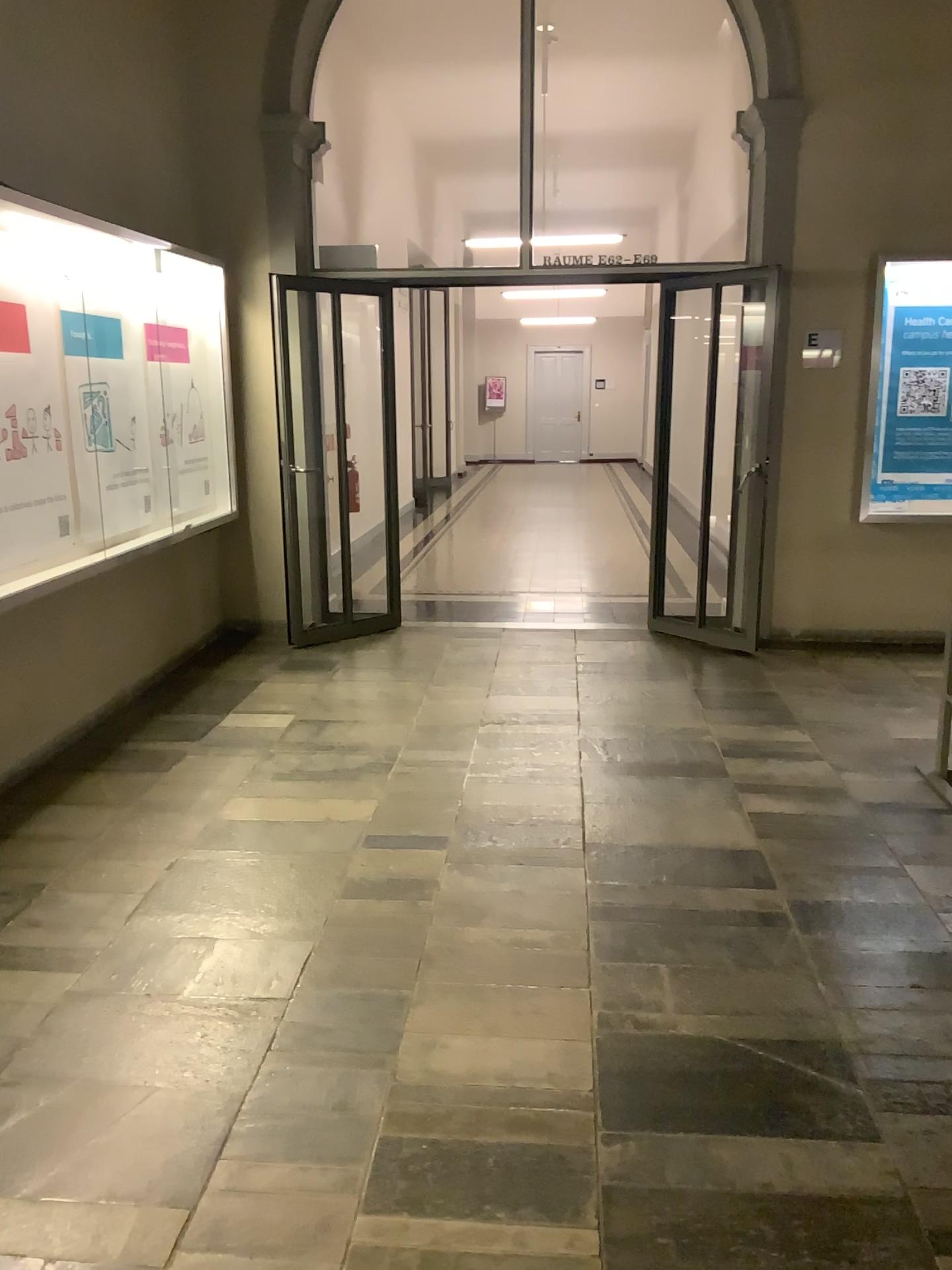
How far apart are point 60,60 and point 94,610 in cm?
226
